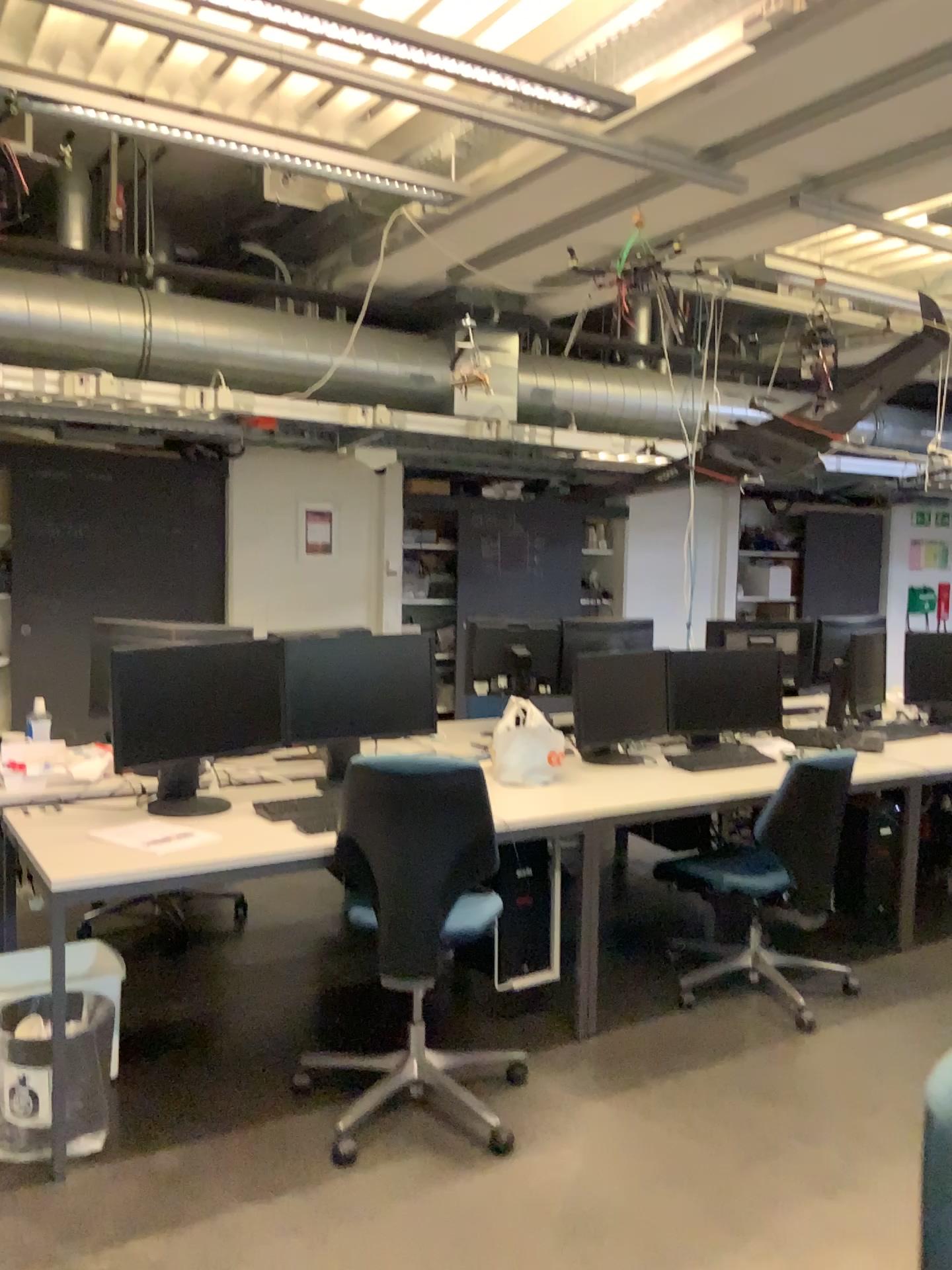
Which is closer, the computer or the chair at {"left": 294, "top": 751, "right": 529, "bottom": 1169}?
the chair at {"left": 294, "top": 751, "right": 529, "bottom": 1169}

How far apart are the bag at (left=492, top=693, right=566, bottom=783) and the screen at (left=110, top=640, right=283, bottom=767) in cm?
81

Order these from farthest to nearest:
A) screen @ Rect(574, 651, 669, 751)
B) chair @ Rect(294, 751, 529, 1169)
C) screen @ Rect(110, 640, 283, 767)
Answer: screen @ Rect(574, 651, 669, 751) < screen @ Rect(110, 640, 283, 767) < chair @ Rect(294, 751, 529, 1169)

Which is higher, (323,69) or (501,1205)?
(323,69)

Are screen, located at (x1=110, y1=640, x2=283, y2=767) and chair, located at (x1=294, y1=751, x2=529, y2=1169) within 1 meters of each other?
yes

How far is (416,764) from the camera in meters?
2.6

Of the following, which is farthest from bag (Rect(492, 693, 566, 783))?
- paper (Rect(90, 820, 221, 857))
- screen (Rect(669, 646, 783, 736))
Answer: paper (Rect(90, 820, 221, 857))

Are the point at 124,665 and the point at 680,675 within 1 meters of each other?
no

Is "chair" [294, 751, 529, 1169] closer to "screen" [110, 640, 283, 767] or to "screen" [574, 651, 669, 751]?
"screen" [110, 640, 283, 767]

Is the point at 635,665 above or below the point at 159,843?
above
